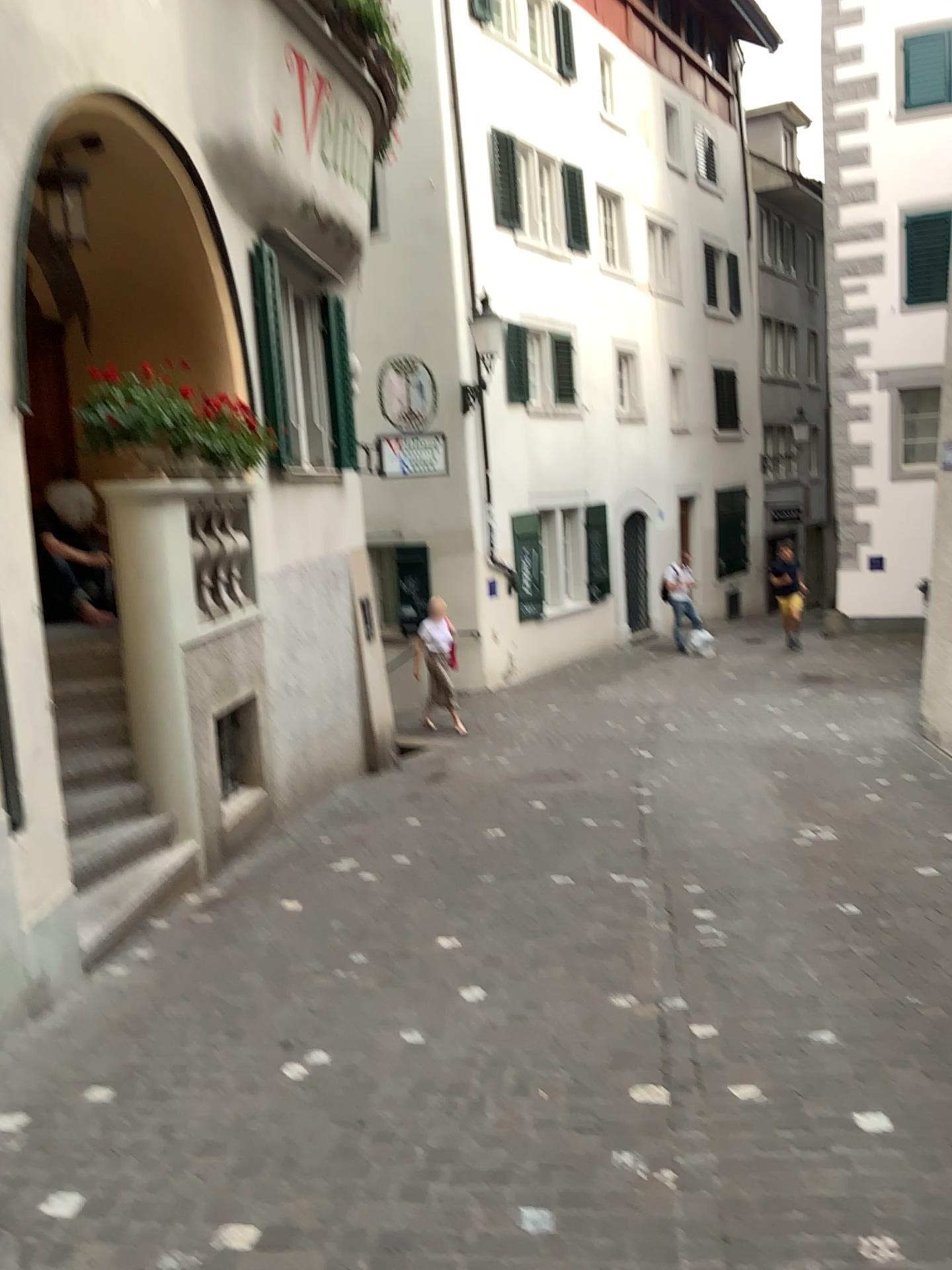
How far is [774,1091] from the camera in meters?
3.3 m
